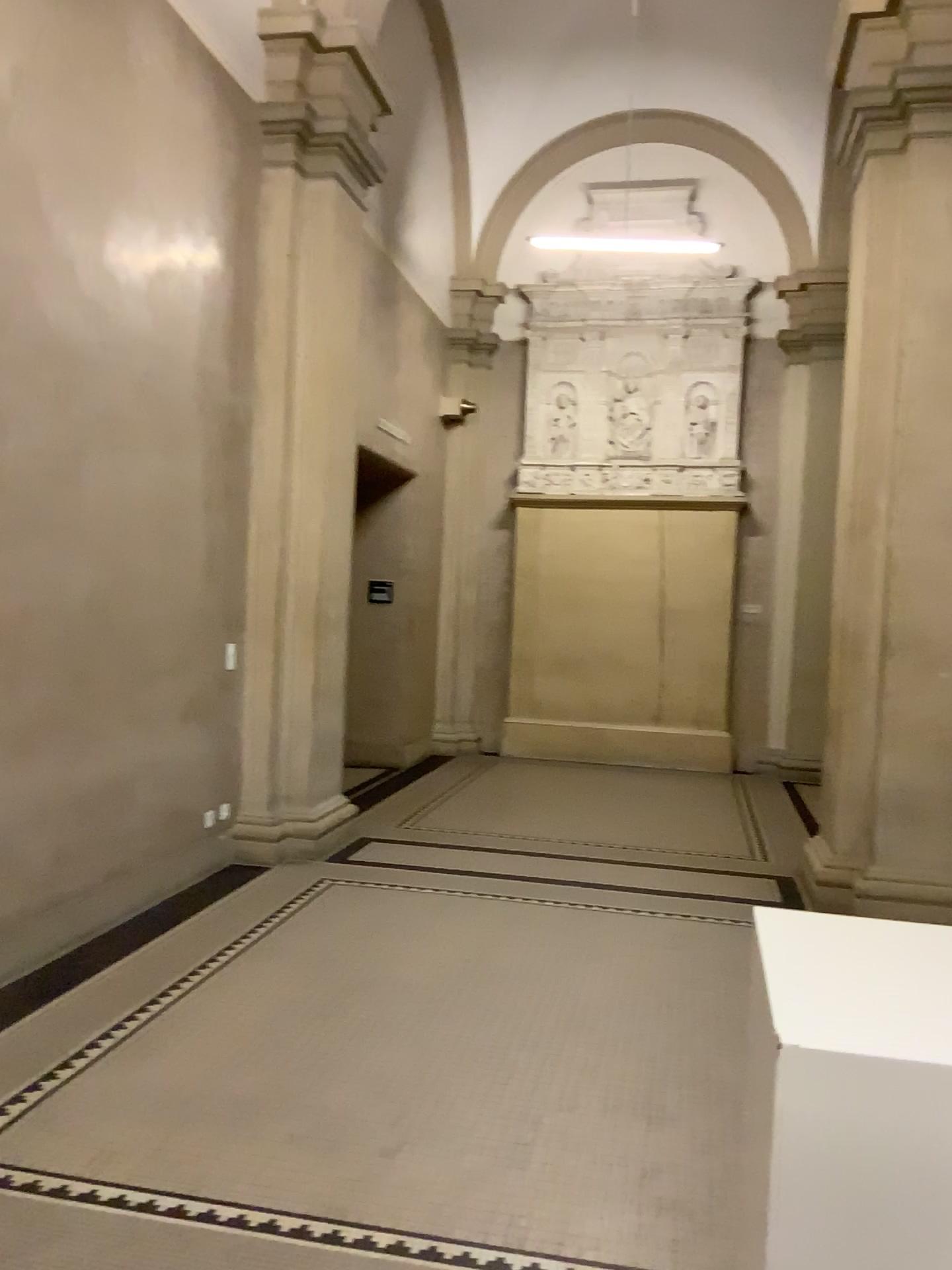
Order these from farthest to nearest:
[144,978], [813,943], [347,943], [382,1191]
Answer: [347,943], [144,978], [382,1191], [813,943]
